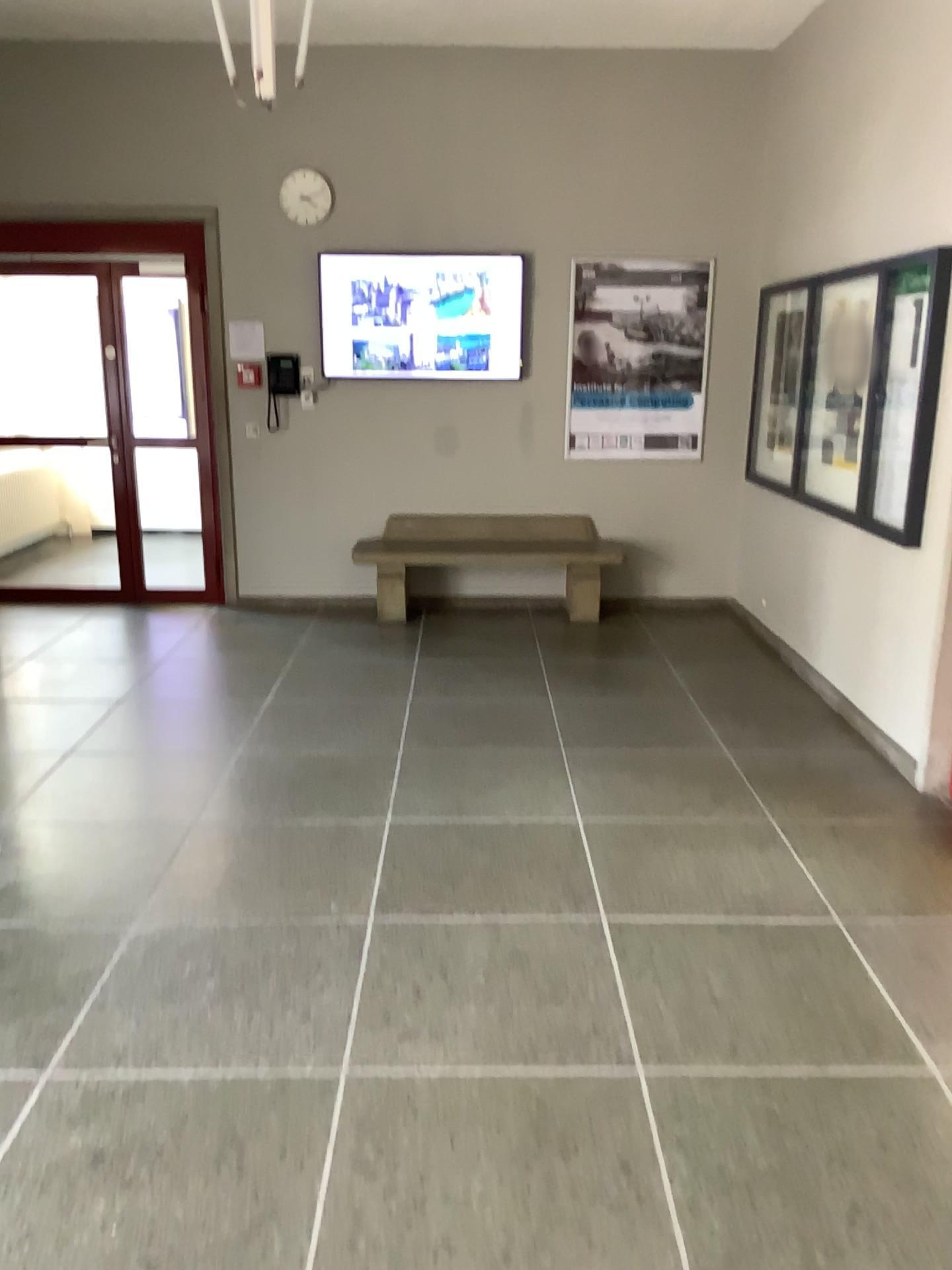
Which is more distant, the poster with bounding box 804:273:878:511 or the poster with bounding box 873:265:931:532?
the poster with bounding box 804:273:878:511

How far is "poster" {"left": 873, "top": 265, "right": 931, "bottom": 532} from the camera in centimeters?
423cm

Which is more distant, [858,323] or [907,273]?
[858,323]

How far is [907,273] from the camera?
4.23m

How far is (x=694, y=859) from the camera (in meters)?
3.45
